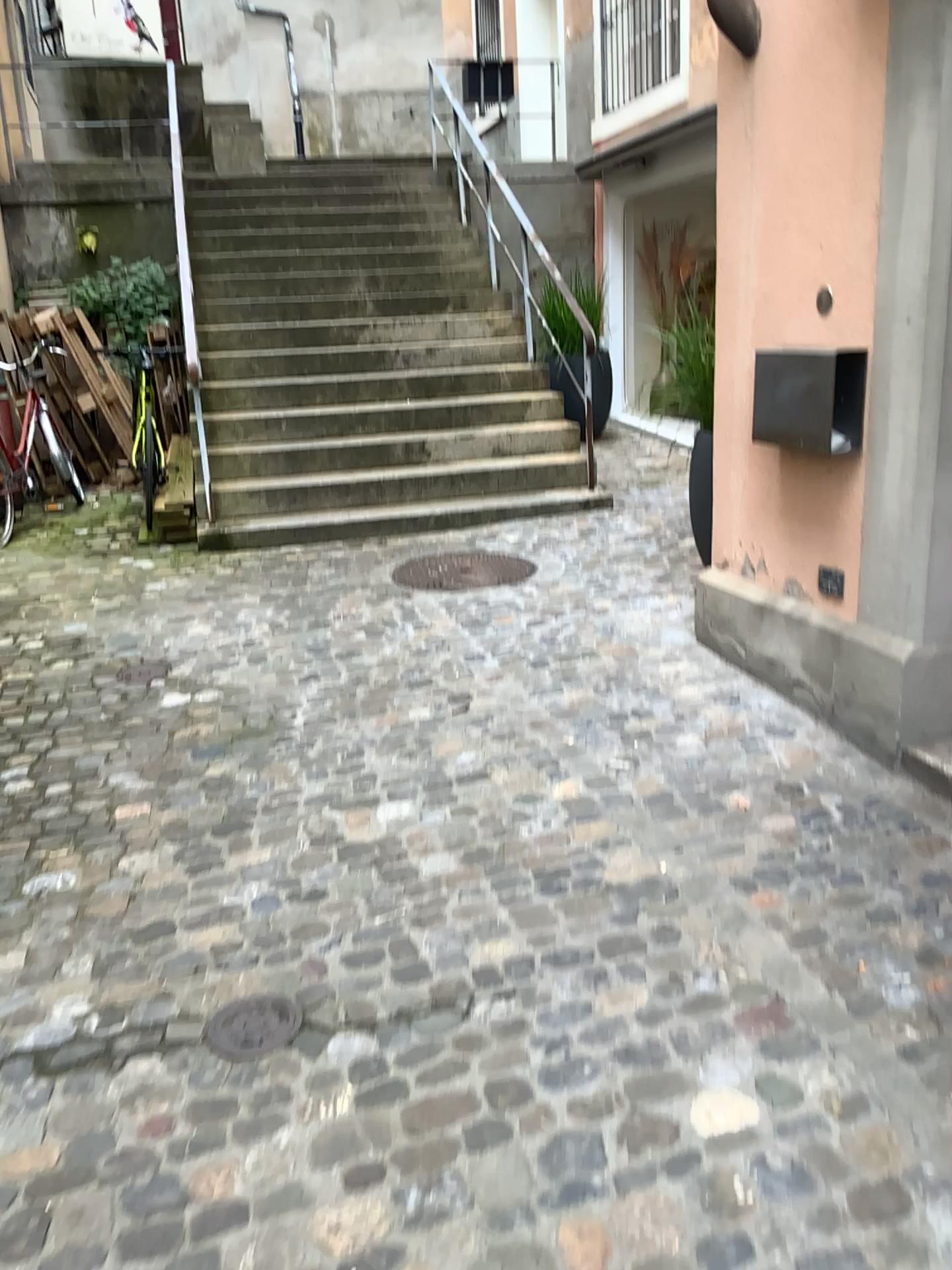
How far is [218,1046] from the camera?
2.08m

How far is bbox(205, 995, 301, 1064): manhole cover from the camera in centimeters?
208cm

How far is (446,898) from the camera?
2.5m
